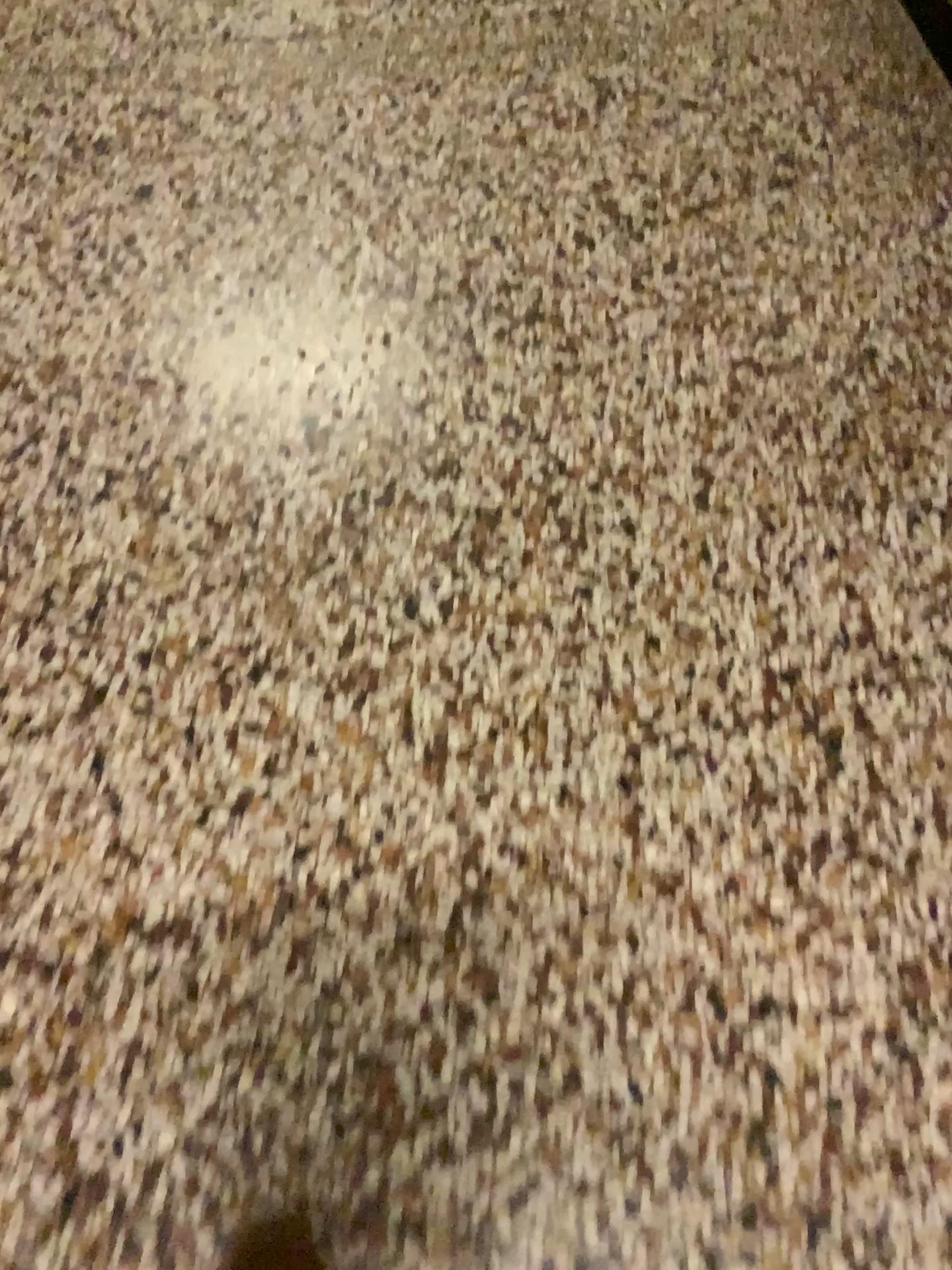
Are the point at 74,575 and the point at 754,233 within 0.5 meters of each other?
no
